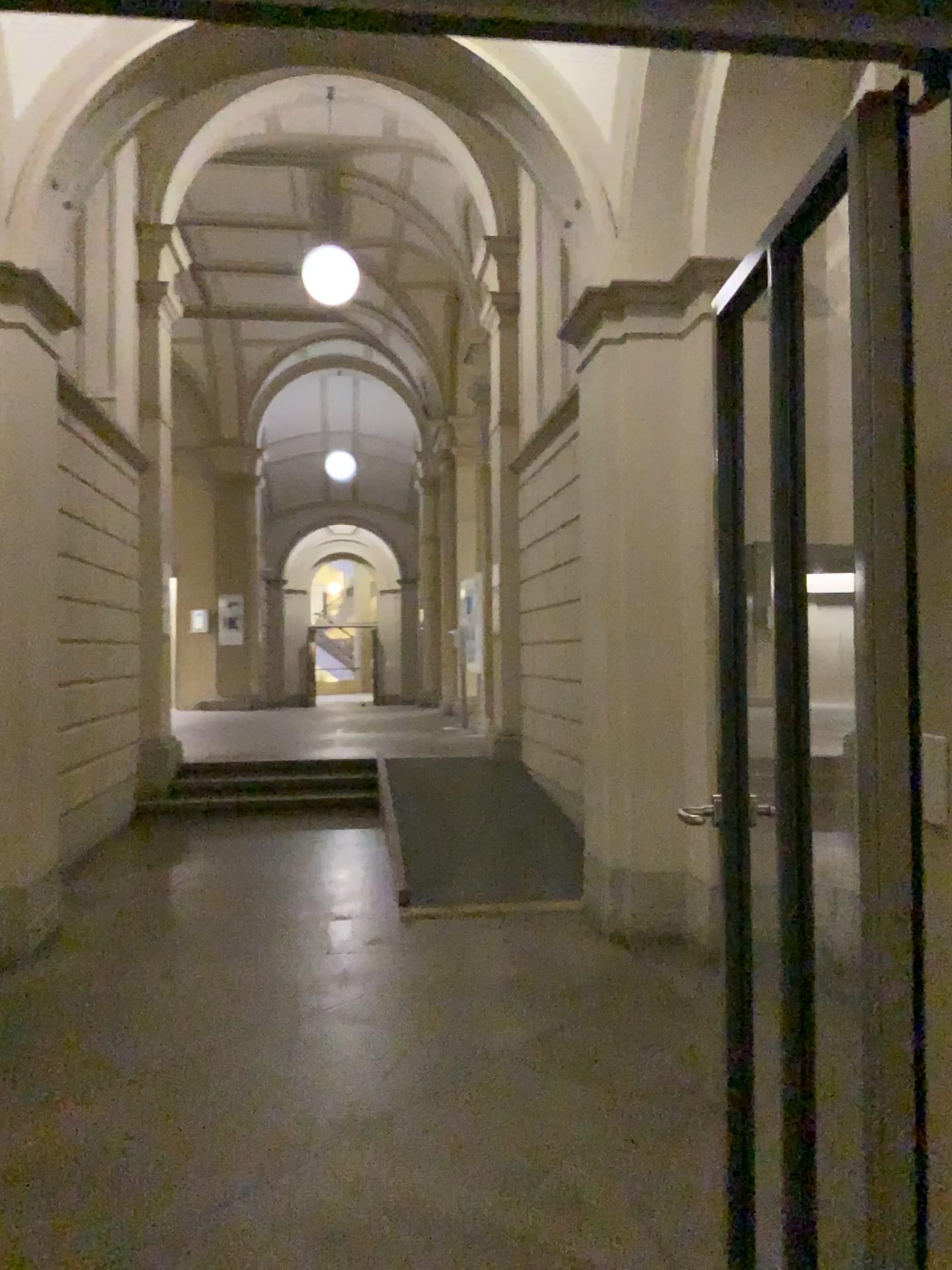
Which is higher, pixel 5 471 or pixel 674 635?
pixel 5 471

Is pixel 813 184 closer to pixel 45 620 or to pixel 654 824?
pixel 654 824
